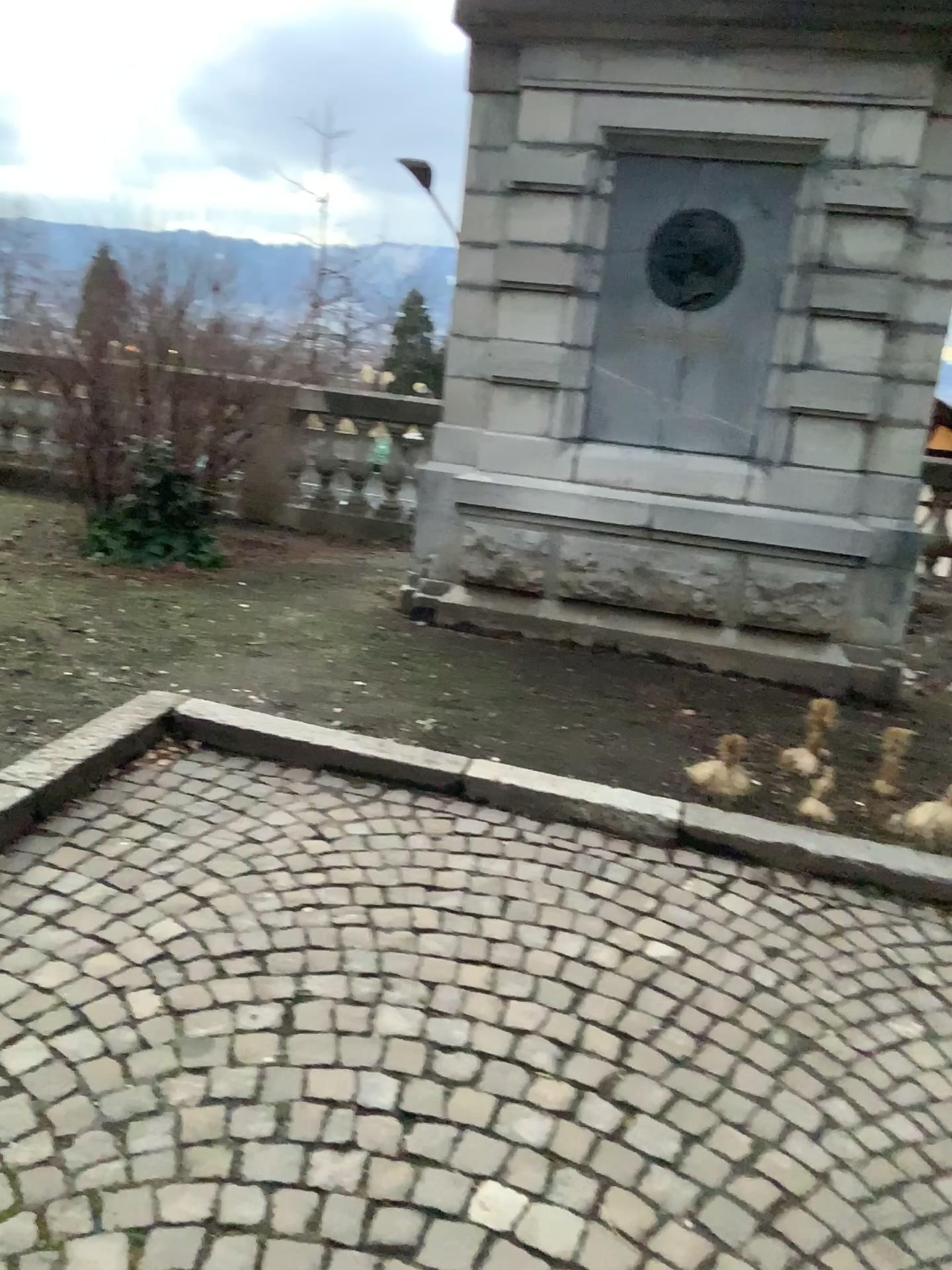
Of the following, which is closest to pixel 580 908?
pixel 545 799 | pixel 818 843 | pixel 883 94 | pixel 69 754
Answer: pixel 545 799

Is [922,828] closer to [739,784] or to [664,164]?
[739,784]

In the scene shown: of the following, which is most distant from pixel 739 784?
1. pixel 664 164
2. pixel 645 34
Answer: pixel 645 34

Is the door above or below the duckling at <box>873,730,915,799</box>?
above

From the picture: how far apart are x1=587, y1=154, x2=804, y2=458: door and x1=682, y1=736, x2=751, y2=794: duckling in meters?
1.8 m

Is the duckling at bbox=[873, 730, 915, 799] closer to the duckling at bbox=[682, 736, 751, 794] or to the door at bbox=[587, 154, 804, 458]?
the duckling at bbox=[682, 736, 751, 794]

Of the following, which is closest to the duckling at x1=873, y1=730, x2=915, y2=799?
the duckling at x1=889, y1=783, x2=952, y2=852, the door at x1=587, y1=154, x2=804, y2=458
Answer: the duckling at x1=889, y1=783, x2=952, y2=852

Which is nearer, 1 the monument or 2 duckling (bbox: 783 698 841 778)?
2 duckling (bbox: 783 698 841 778)

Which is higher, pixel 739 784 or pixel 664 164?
pixel 664 164

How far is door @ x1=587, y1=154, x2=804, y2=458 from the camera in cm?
464
